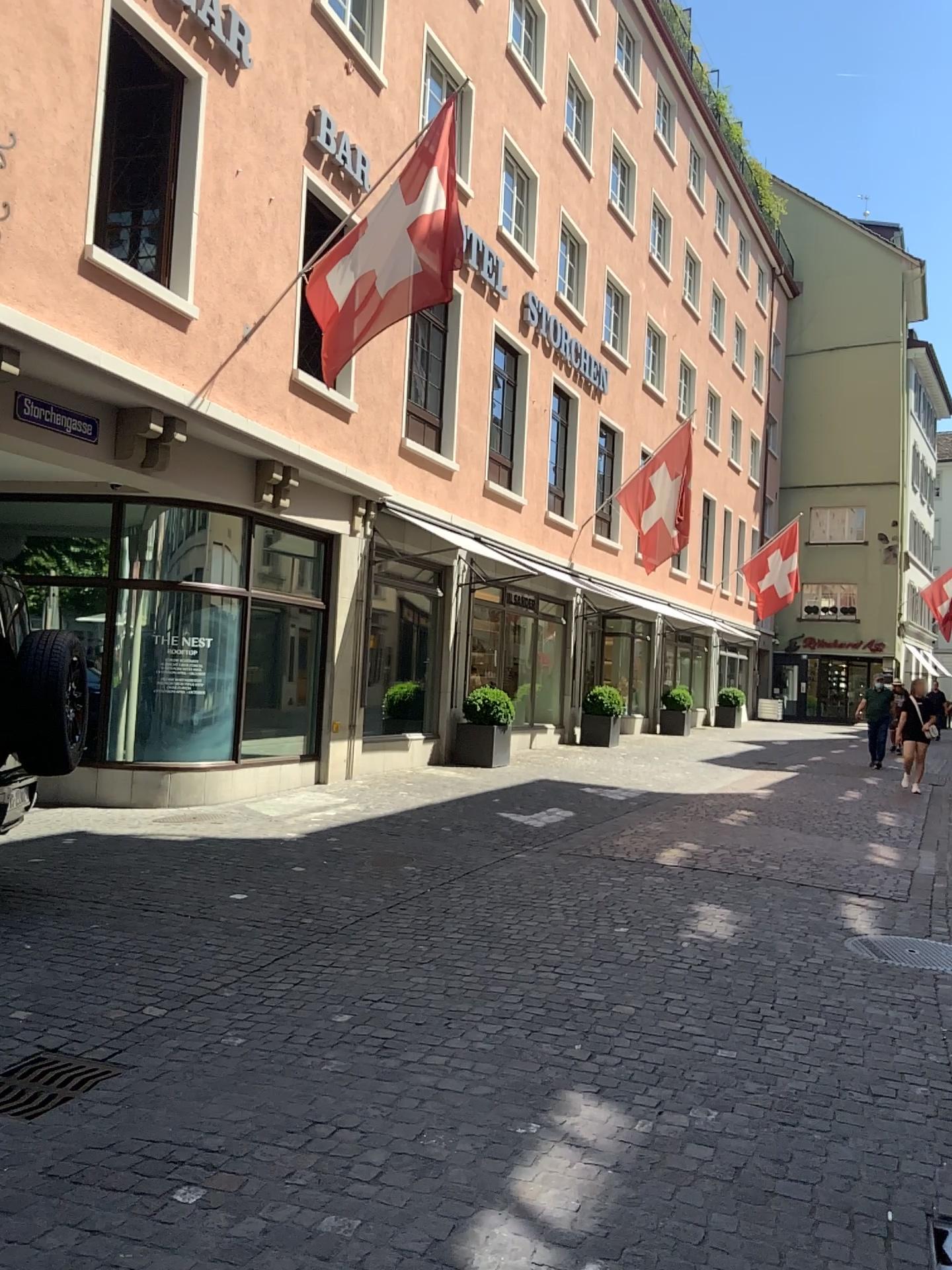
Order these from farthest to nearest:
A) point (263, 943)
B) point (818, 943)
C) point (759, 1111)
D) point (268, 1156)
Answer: point (818, 943) < point (263, 943) < point (759, 1111) < point (268, 1156)

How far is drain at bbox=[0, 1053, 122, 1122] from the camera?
3.3 meters

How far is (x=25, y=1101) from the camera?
3.3 meters
